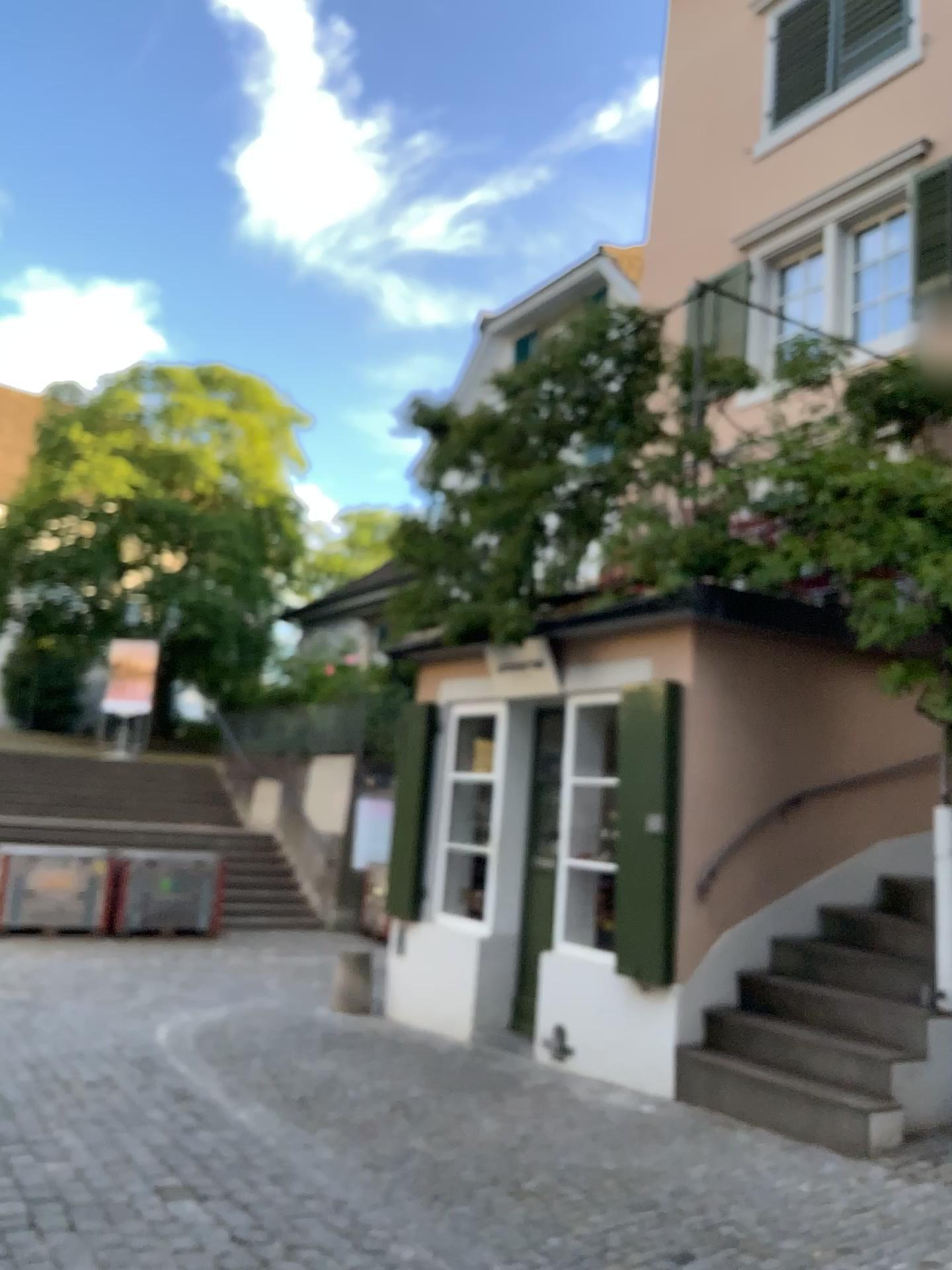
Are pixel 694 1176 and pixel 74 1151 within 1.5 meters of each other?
no
